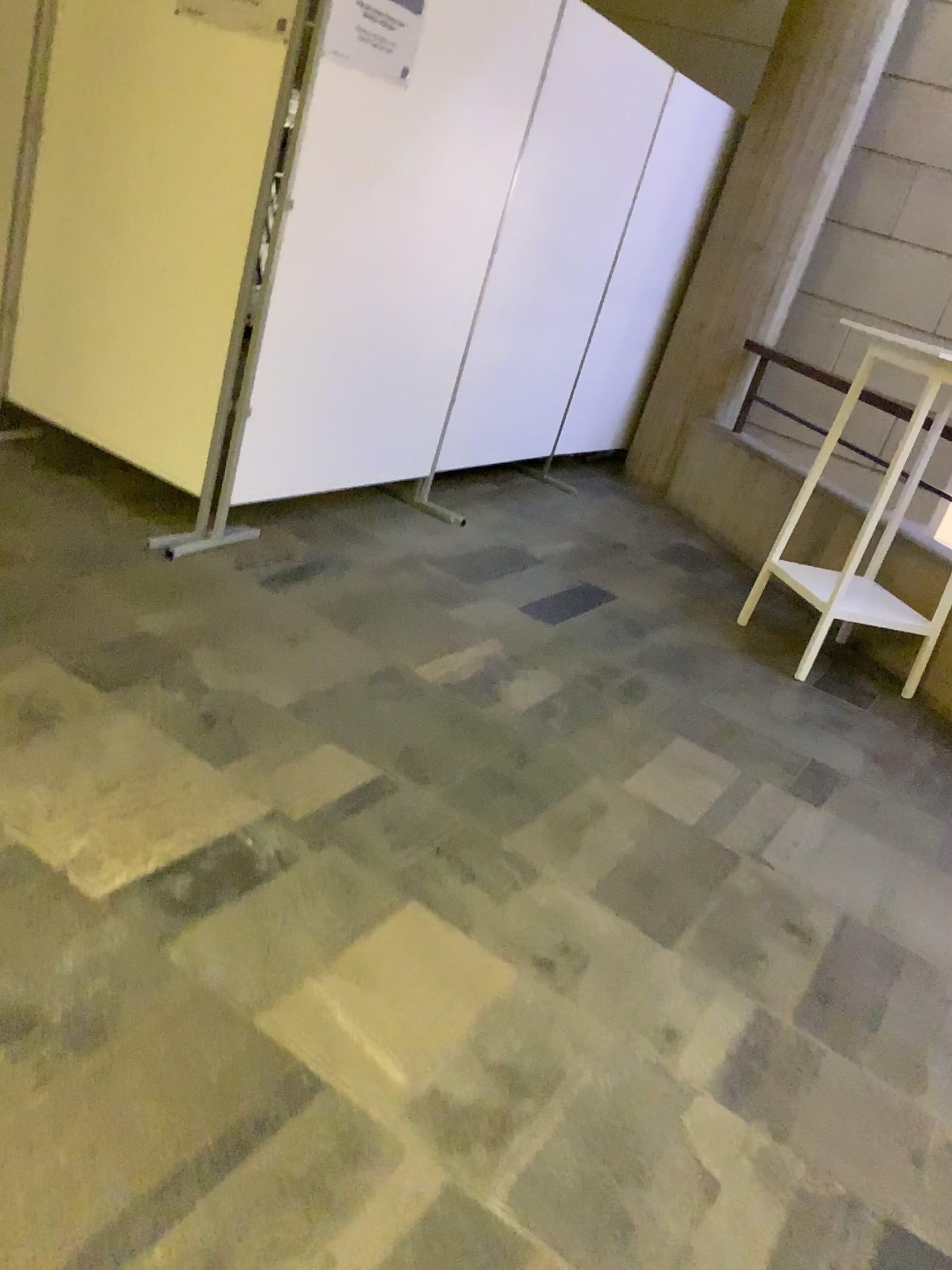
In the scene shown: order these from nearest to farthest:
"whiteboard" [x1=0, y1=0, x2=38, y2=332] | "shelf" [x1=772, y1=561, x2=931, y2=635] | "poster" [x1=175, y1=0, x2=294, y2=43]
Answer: "poster" [x1=175, y1=0, x2=294, y2=43] < "whiteboard" [x1=0, y1=0, x2=38, y2=332] < "shelf" [x1=772, y1=561, x2=931, y2=635]

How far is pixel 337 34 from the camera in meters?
2.9

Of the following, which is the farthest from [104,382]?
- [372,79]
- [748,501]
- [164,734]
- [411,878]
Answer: [748,501]

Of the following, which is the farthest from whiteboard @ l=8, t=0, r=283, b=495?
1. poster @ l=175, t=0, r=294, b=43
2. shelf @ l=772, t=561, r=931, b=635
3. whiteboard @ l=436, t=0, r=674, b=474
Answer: shelf @ l=772, t=561, r=931, b=635

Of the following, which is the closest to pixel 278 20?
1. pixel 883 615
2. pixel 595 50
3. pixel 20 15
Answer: pixel 20 15

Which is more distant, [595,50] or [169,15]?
[595,50]

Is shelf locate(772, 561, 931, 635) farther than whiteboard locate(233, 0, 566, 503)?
Yes

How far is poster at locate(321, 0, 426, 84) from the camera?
2.9m

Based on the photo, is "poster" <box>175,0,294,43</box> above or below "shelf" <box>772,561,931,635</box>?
above

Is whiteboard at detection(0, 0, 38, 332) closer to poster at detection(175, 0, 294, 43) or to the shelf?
poster at detection(175, 0, 294, 43)
